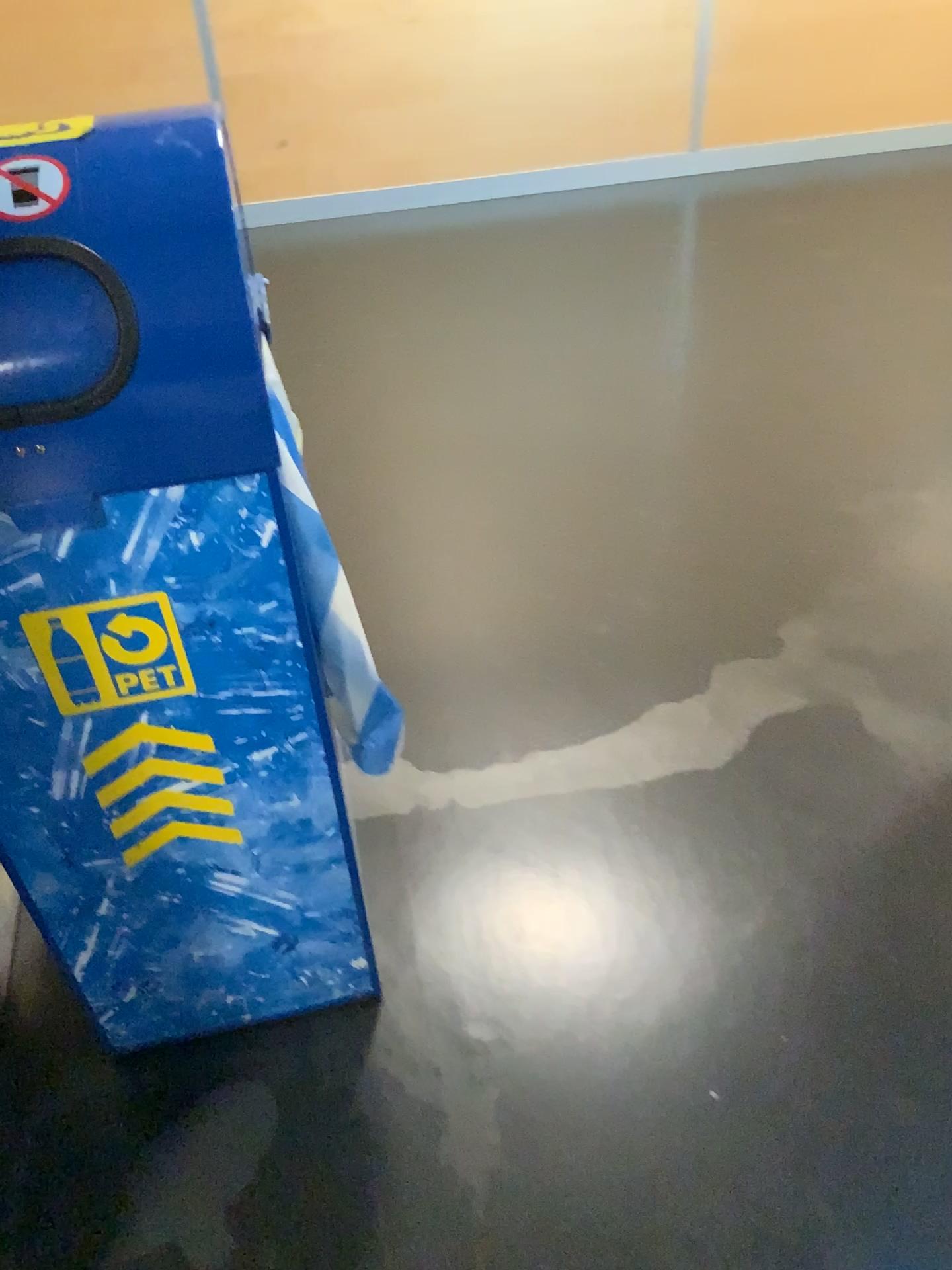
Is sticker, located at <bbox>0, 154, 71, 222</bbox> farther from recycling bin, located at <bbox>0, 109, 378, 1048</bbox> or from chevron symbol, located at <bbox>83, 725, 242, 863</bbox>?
chevron symbol, located at <bbox>83, 725, 242, 863</bbox>

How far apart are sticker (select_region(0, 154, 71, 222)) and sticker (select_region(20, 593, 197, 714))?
0.33m

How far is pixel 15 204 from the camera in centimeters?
81cm

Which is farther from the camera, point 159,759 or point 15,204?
point 159,759

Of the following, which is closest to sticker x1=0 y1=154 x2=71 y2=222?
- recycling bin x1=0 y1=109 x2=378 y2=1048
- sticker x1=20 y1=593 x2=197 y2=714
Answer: recycling bin x1=0 y1=109 x2=378 y2=1048

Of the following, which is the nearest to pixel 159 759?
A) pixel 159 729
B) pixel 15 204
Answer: pixel 159 729

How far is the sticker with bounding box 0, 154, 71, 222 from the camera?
0.8m

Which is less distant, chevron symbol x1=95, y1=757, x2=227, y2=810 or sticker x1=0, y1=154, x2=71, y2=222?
sticker x1=0, y1=154, x2=71, y2=222

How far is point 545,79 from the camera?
3.5m

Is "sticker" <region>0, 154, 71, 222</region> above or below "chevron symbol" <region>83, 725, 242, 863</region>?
above
